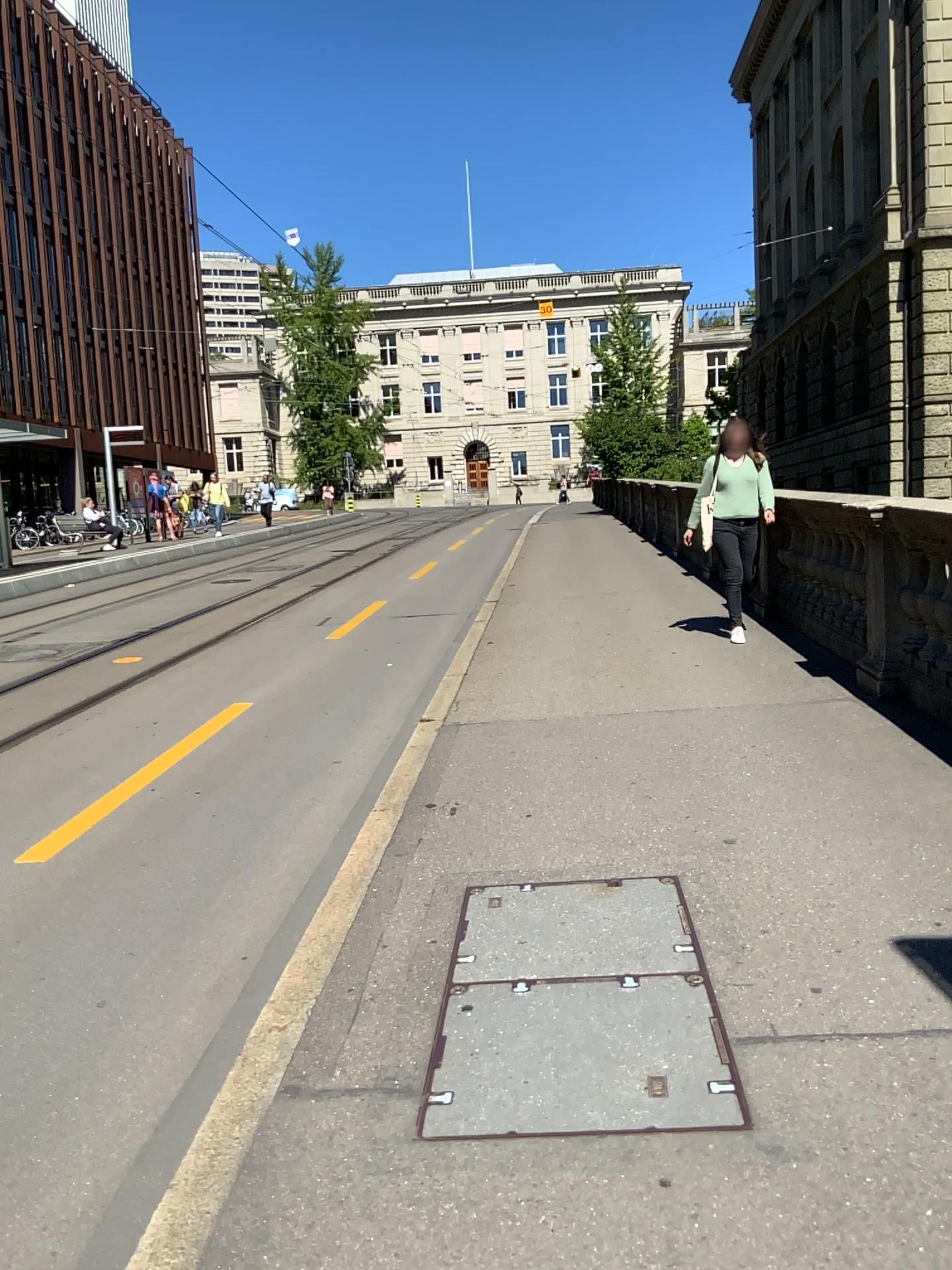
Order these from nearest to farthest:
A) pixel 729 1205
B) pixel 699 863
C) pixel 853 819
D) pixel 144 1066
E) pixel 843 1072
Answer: pixel 729 1205 < pixel 843 1072 < pixel 144 1066 < pixel 699 863 < pixel 853 819
